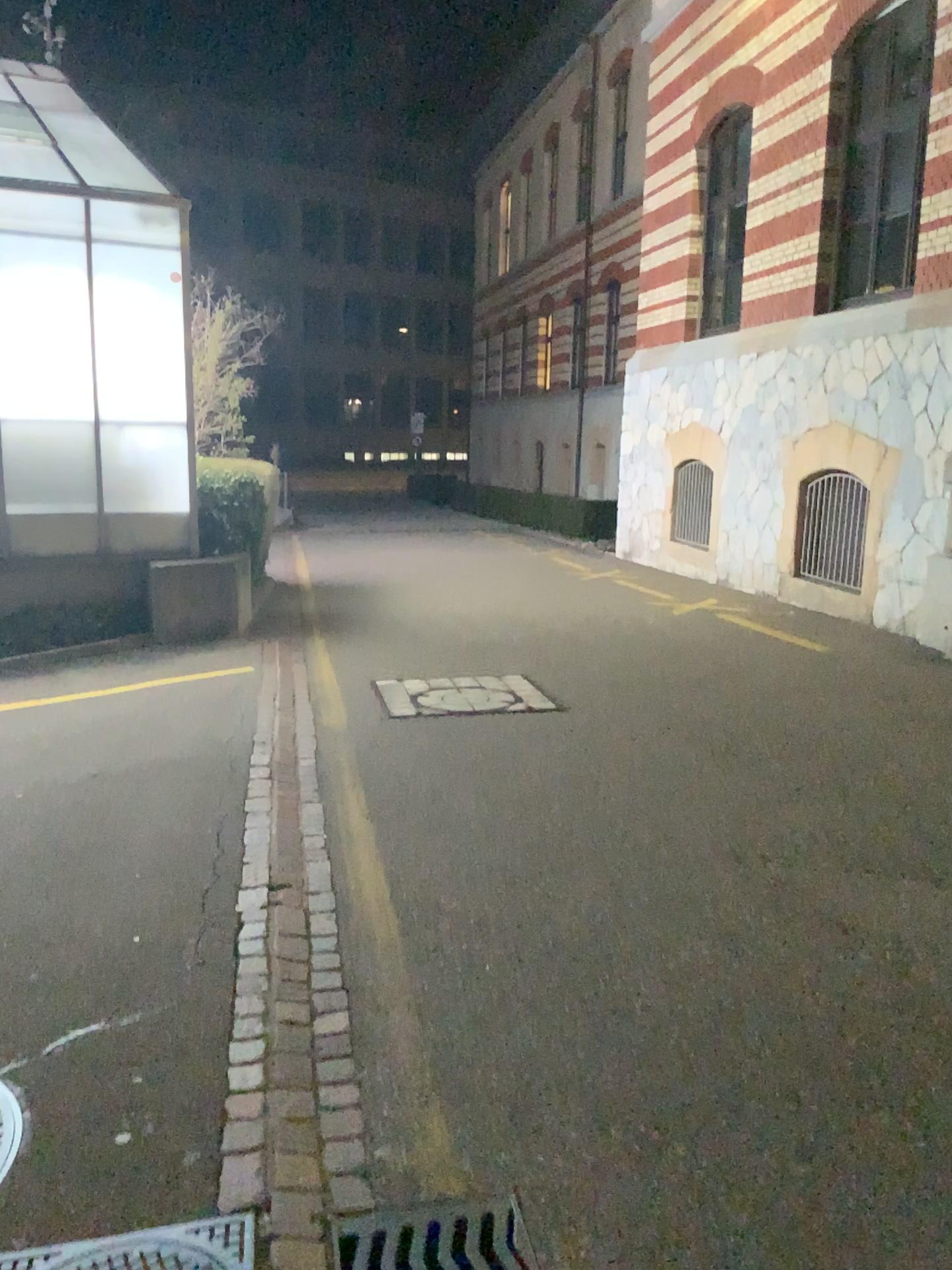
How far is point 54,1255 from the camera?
2.0 meters

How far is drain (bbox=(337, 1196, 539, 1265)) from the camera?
2.1m

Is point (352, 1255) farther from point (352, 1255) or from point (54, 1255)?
point (54, 1255)

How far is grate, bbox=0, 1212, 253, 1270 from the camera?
2.0 meters

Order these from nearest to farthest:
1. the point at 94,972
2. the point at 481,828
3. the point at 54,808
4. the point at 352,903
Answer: the point at 94,972 → the point at 352,903 → the point at 481,828 → the point at 54,808

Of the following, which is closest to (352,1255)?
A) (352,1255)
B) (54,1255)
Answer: (352,1255)

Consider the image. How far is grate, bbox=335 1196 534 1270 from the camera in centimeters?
208cm
